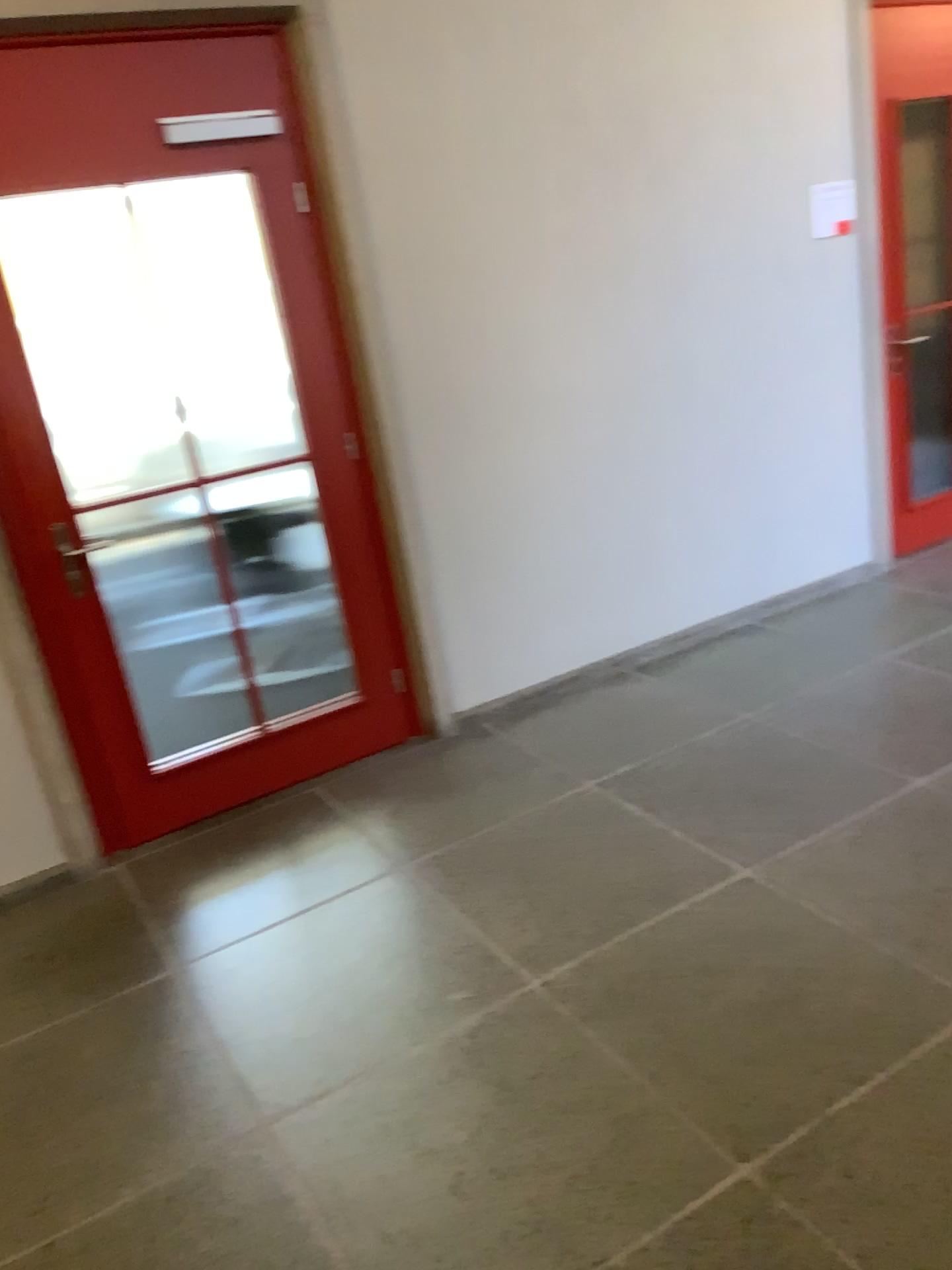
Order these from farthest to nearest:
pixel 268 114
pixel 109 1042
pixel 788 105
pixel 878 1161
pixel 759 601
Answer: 1. pixel 759 601
2. pixel 788 105
3. pixel 268 114
4. pixel 109 1042
5. pixel 878 1161
